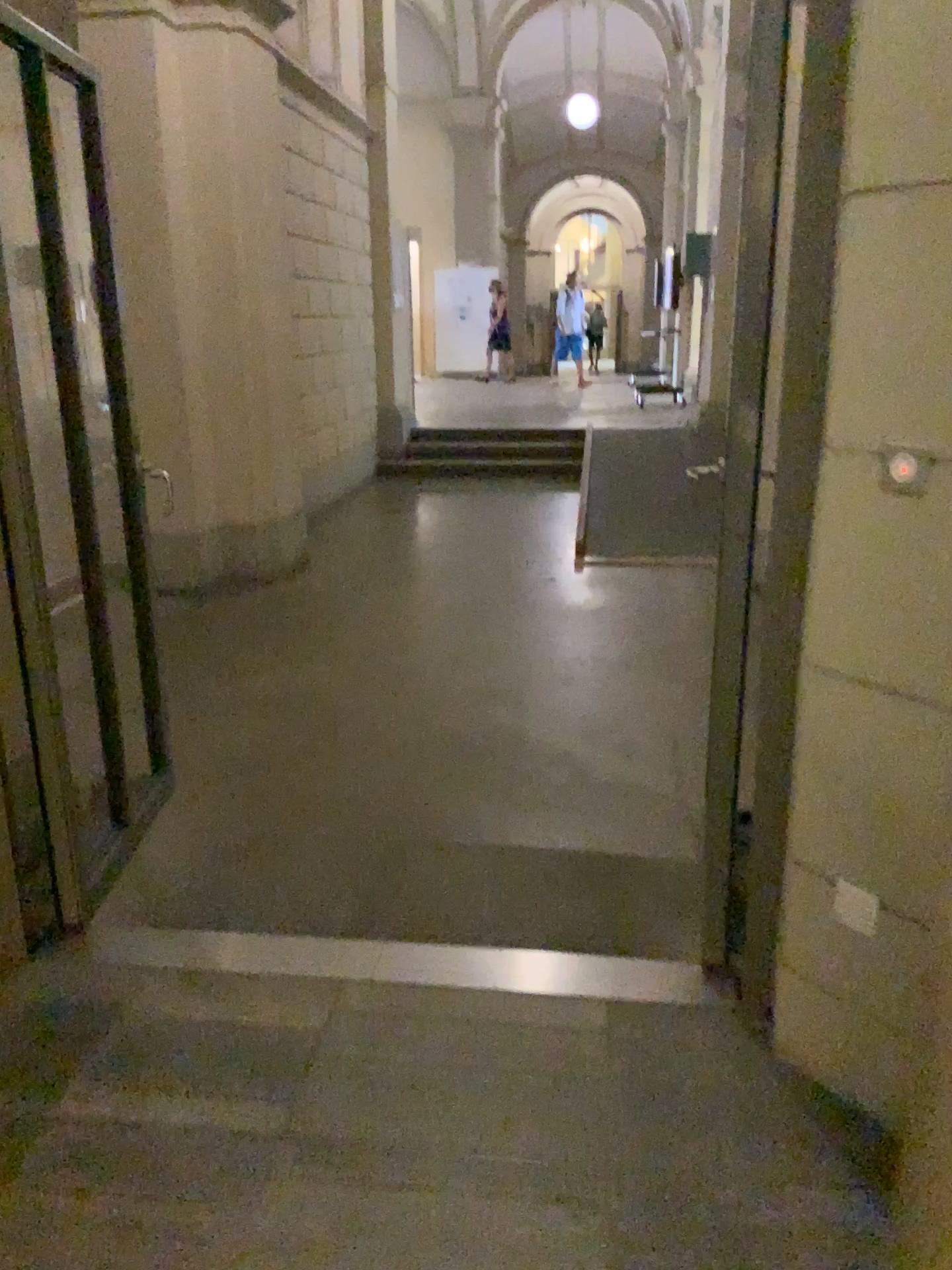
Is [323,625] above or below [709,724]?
below
